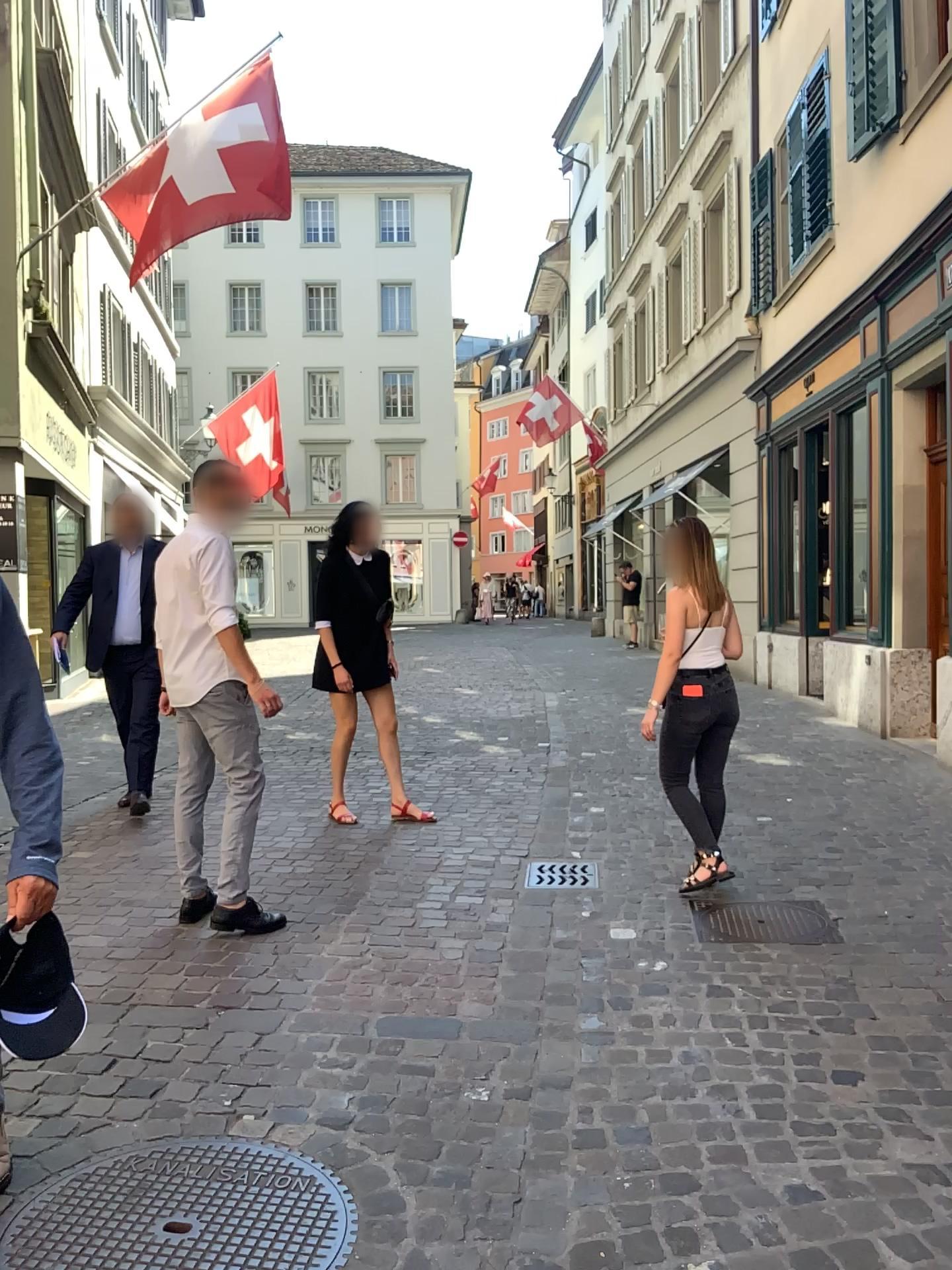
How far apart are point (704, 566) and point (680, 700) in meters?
0.6 m

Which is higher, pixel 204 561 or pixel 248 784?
pixel 204 561

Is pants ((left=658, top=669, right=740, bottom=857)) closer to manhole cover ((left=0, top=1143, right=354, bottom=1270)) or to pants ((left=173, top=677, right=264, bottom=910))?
pants ((left=173, top=677, right=264, bottom=910))

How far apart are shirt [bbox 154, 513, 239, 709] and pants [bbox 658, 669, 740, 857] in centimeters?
179cm

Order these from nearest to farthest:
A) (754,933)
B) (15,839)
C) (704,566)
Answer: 1. (15,839)
2. (754,933)
3. (704,566)

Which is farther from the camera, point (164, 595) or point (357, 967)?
point (164, 595)

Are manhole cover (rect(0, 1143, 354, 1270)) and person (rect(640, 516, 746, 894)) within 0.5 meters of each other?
no

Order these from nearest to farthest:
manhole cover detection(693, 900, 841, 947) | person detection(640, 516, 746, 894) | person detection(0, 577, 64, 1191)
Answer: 1. person detection(0, 577, 64, 1191)
2. manhole cover detection(693, 900, 841, 947)
3. person detection(640, 516, 746, 894)

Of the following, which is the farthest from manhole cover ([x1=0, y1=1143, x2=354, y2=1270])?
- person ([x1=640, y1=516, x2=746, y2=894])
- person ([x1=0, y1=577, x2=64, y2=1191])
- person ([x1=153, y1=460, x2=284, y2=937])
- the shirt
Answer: person ([x1=640, y1=516, x2=746, y2=894])

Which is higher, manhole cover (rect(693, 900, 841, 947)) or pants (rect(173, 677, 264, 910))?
pants (rect(173, 677, 264, 910))
